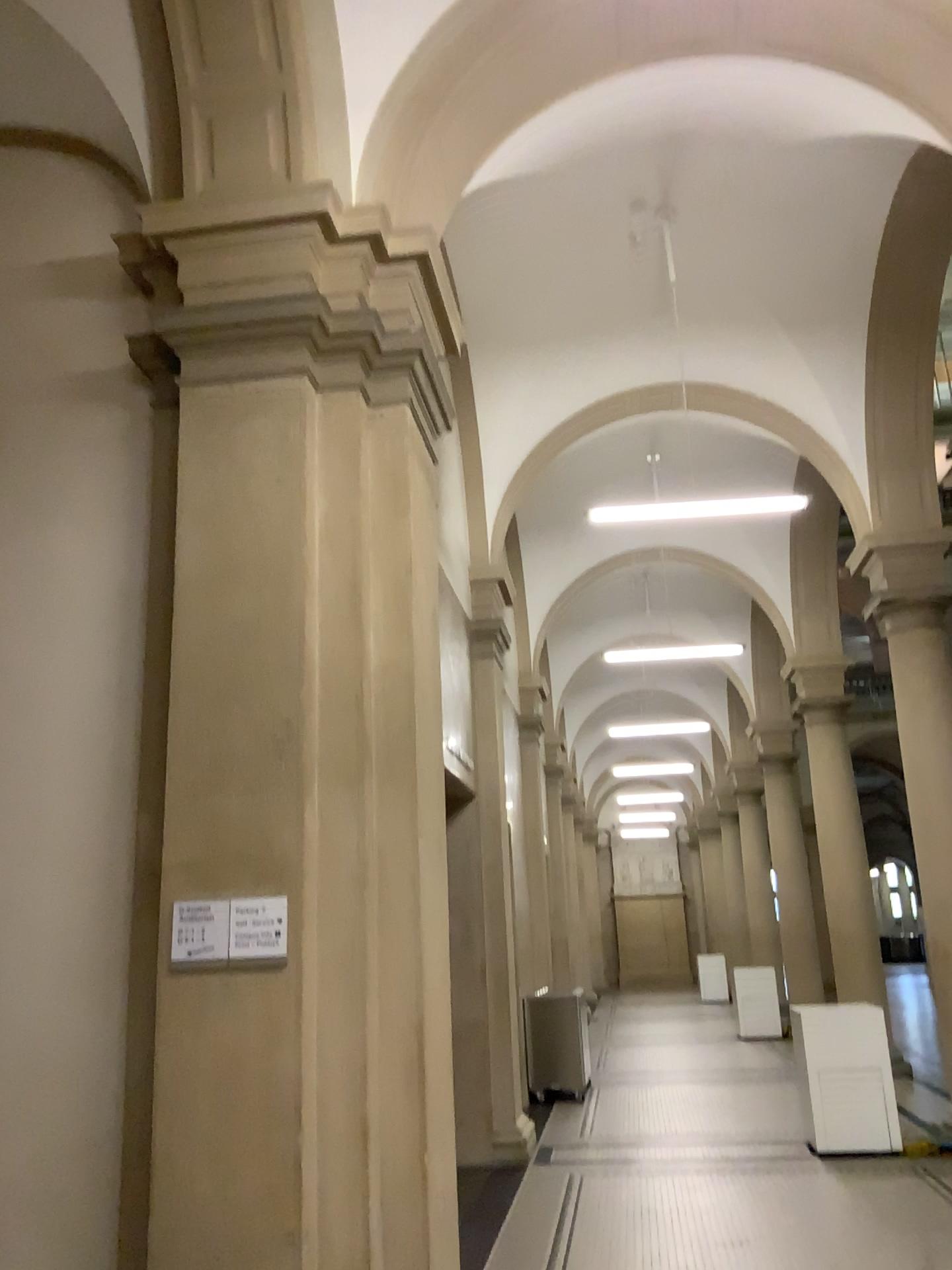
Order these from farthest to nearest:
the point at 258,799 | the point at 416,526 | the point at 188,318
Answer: the point at 416,526, the point at 188,318, the point at 258,799
